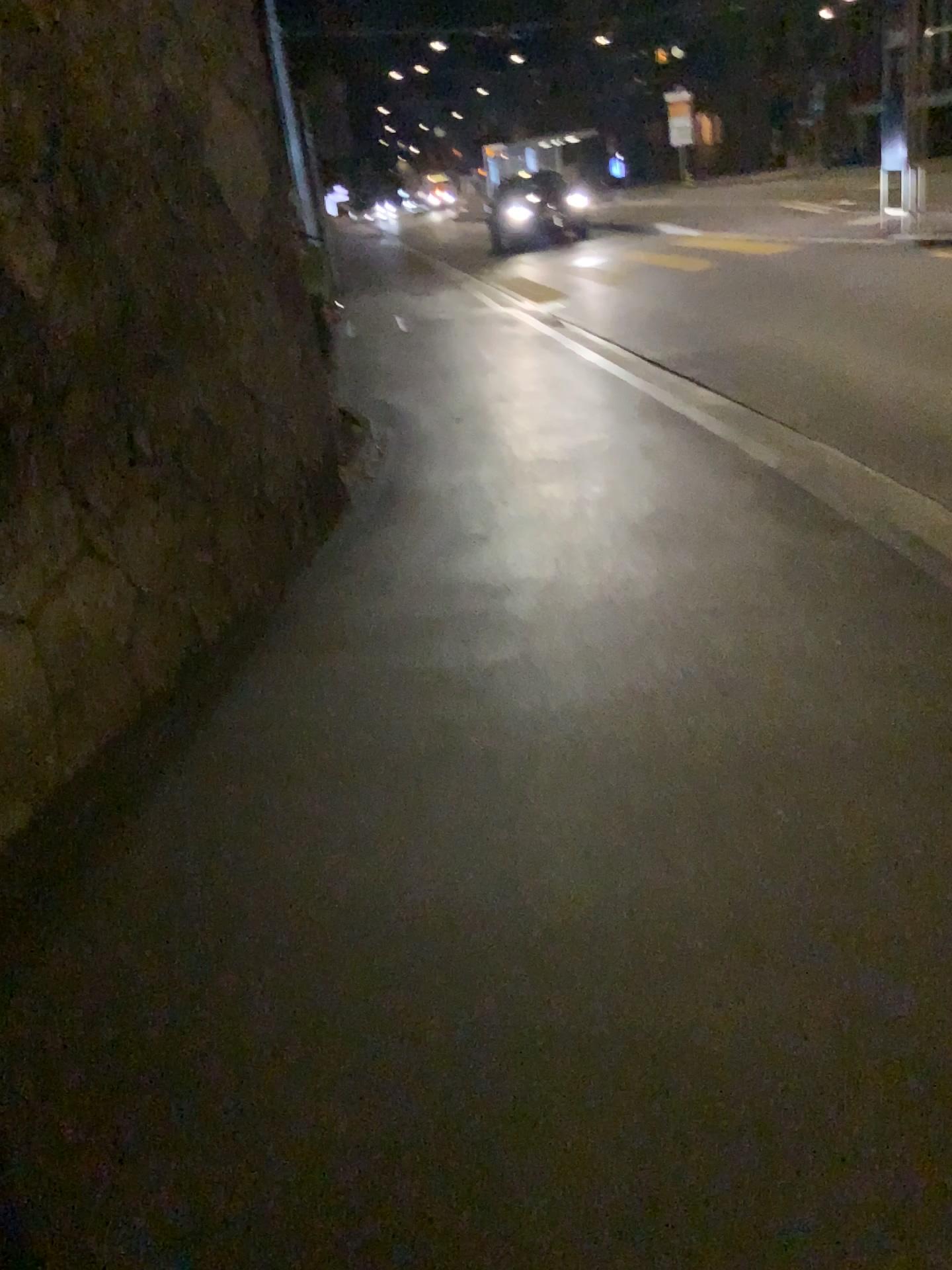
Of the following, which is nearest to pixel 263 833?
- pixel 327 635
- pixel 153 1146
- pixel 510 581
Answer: pixel 153 1146
